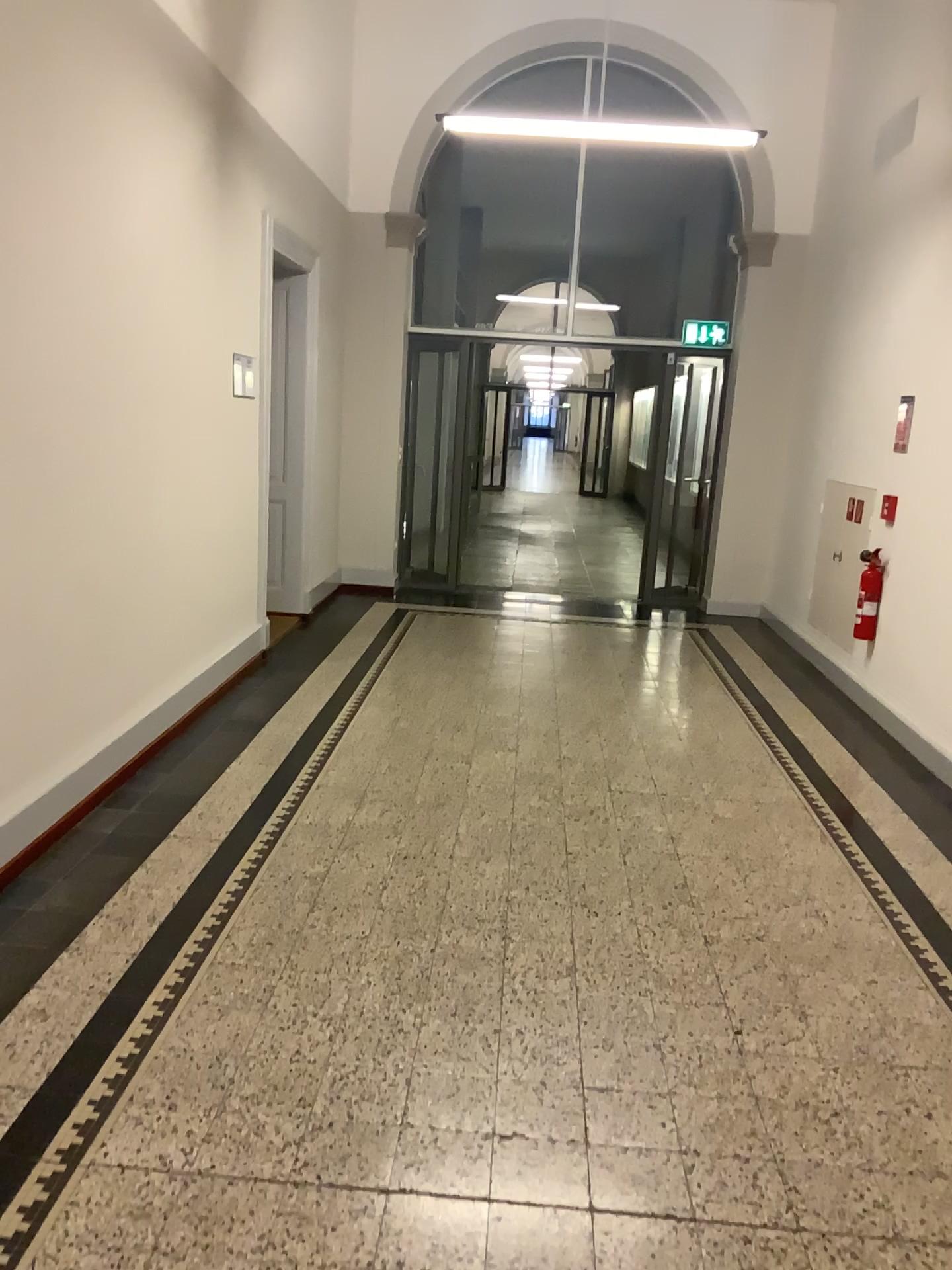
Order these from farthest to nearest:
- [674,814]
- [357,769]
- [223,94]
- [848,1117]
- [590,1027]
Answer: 1. [223,94]
2. [357,769]
3. [674,814]
4. [590,1027]
5. [848,1117]
